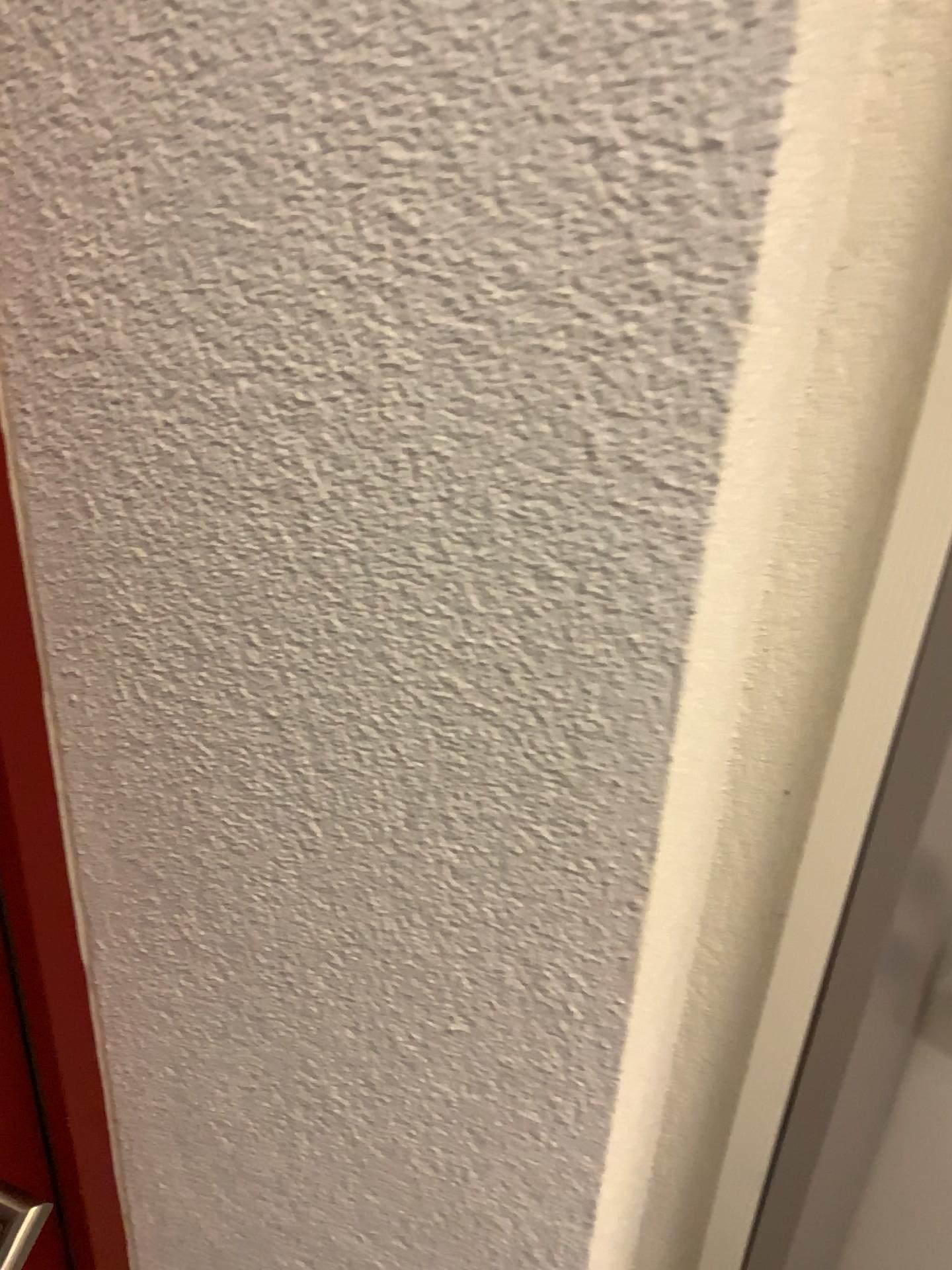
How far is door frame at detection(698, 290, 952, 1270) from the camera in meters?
0.6 m

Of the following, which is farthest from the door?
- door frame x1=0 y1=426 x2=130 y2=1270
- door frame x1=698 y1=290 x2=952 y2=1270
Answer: door frame x1=698 y1=290 x2=952 y2=1270

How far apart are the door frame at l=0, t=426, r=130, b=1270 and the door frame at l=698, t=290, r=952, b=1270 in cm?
47

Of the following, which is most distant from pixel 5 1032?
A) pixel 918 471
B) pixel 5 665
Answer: pixel 918 471

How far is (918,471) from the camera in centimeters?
59cm

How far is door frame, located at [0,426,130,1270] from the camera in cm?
51

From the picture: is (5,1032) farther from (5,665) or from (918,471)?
(918,471)

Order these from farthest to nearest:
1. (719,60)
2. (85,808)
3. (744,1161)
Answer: (744,1161) → (85,808) → (719,60)

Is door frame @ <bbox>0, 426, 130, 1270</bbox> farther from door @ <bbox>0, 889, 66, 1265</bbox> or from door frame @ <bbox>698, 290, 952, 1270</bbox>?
door frame @ <bbox>698, 290, 952, 1270</bbox>
